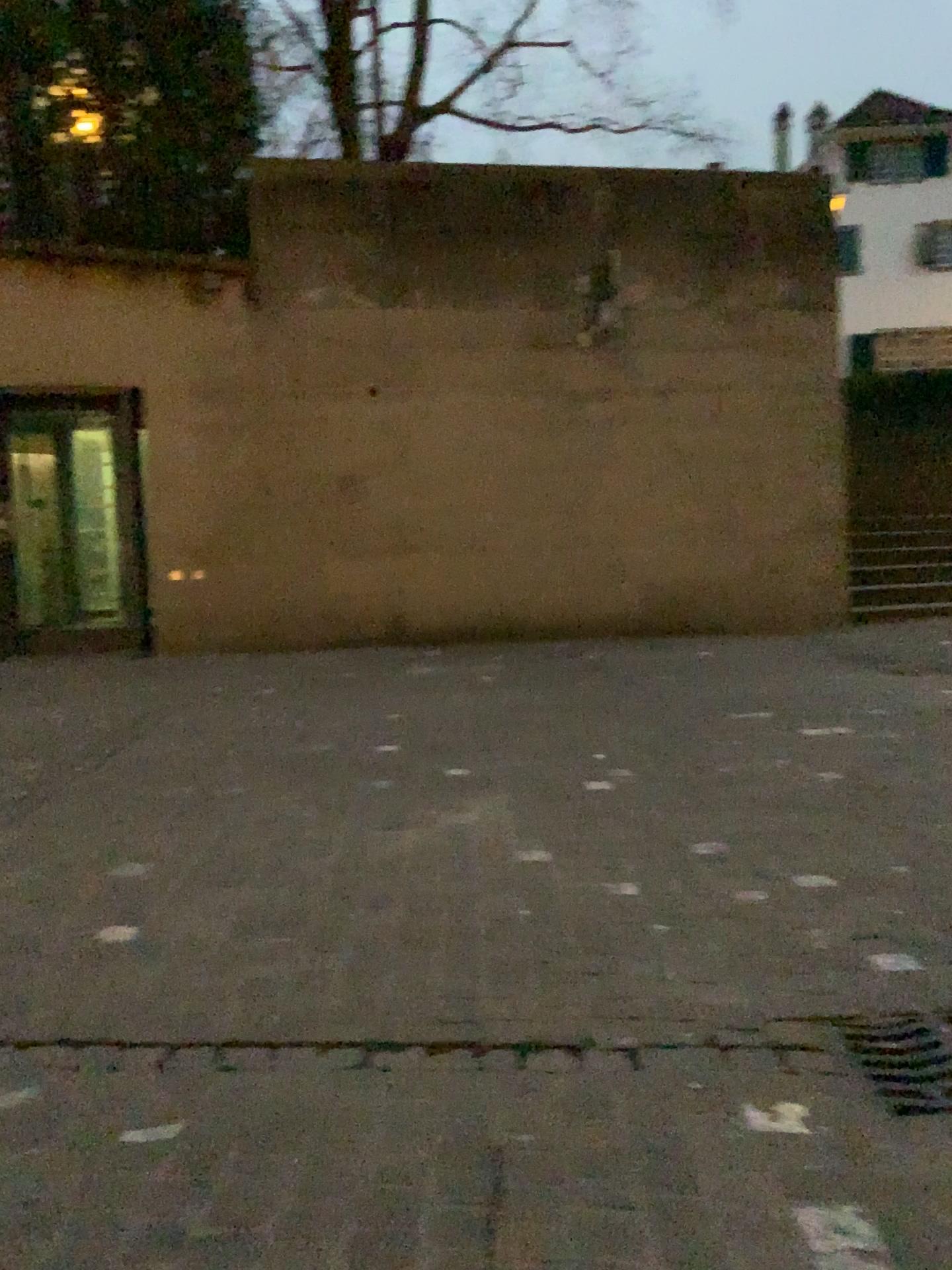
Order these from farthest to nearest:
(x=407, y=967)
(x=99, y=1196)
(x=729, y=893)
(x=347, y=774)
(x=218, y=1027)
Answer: (x=347, y=774) → (x=729, y=893) → (x=407, y=967) → (x=218, y=1027) → (x=99, y=1196)

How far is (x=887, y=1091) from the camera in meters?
2.0

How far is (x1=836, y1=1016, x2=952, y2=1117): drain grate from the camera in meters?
2.0
